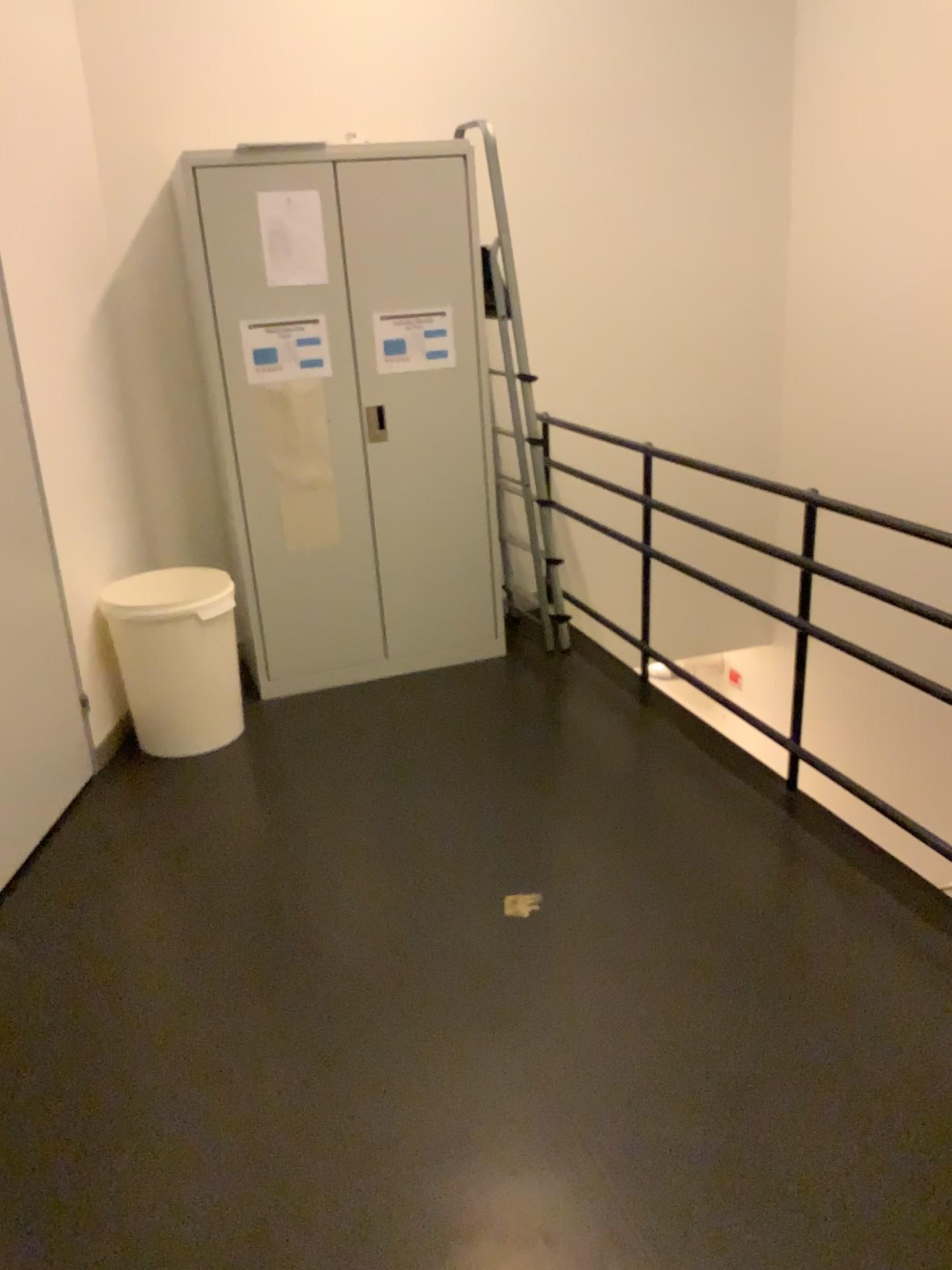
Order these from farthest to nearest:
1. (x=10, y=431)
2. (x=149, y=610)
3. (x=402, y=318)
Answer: (x=402, y=318) < (x=149, y=610) < (x=10, y=431)

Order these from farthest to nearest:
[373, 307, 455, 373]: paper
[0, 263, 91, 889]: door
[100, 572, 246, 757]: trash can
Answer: [373, 307, 455, 373]: paper < [100, 572, 246, 757]: trash can < [0, 263, 91, 889]: door

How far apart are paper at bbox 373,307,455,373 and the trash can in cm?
97

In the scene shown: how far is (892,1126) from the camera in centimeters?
193cm

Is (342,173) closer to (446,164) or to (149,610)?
(446,164)

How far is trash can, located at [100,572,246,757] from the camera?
3.5 meters

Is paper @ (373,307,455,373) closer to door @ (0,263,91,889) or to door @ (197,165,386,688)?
door @ (197,165,386,688)

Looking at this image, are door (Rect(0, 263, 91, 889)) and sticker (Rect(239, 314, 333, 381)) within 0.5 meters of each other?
no

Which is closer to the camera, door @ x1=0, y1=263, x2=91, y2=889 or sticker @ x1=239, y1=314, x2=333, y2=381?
door @ x1=0, y1=263, x2=91, y2=889

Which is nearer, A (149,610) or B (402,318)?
A (149,610)
